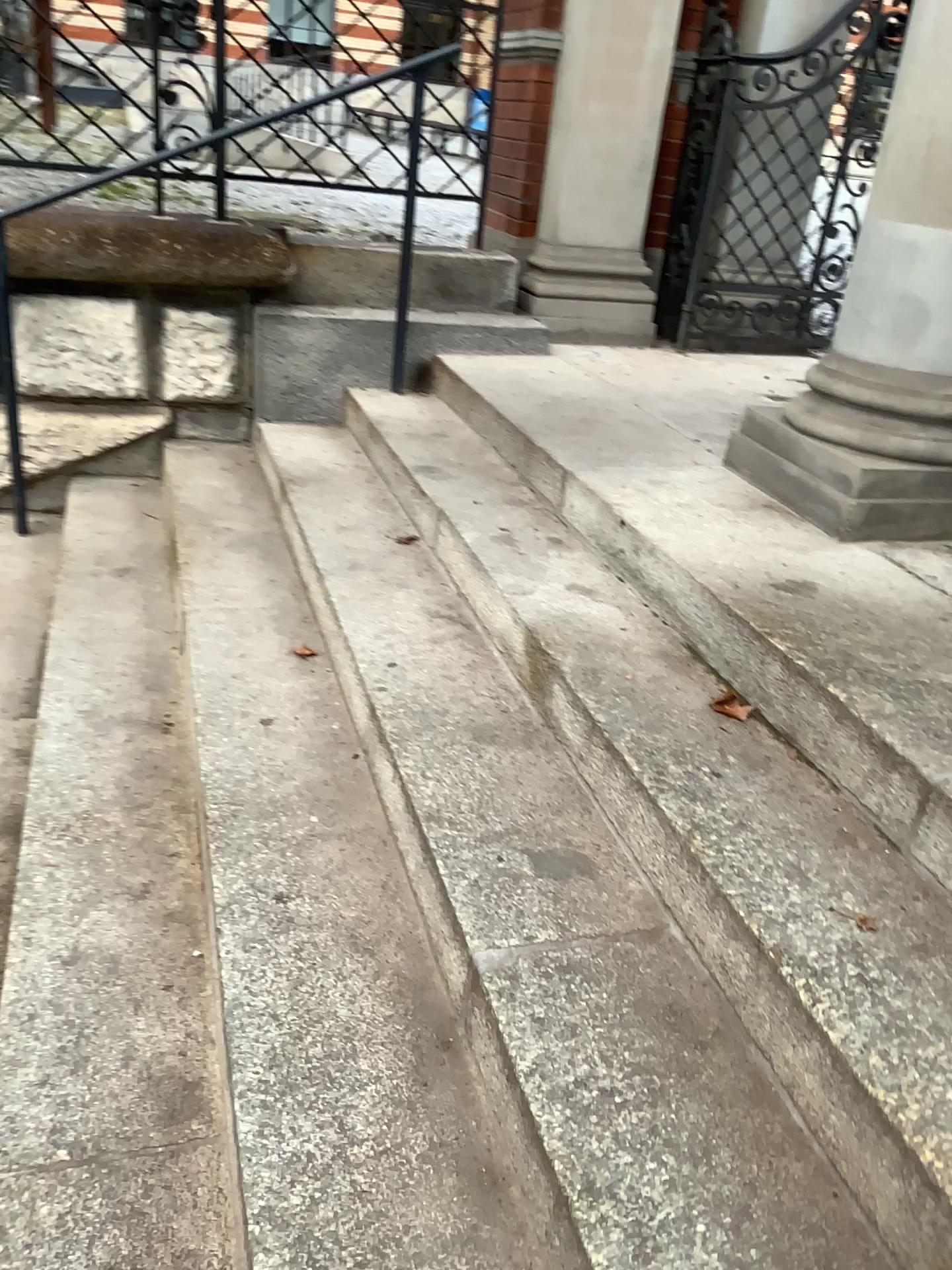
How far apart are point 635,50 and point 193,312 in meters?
2.0

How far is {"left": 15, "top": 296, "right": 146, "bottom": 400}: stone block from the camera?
3.6 meters

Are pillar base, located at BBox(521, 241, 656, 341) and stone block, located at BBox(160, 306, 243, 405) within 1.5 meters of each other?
yes

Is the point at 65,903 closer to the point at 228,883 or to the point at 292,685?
the point at 228,883

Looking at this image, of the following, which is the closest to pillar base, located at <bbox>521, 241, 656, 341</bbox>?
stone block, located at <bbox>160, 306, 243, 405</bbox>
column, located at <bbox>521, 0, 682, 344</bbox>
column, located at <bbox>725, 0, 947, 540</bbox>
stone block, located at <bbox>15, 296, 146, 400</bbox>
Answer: column, located at <bbox>521, 0, 682, 344</bbox>

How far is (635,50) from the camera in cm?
403

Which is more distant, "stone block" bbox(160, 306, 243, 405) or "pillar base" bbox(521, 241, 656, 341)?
"pillar base" bbox(521, 241, 656, 341)

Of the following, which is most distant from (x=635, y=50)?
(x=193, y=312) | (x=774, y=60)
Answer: (x=193, y=312)

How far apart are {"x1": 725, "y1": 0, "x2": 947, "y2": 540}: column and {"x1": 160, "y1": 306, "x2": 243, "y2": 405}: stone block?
2.1m

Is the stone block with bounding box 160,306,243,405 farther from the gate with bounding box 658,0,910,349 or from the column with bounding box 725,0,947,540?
the column with bounding box 725,0,947,540
